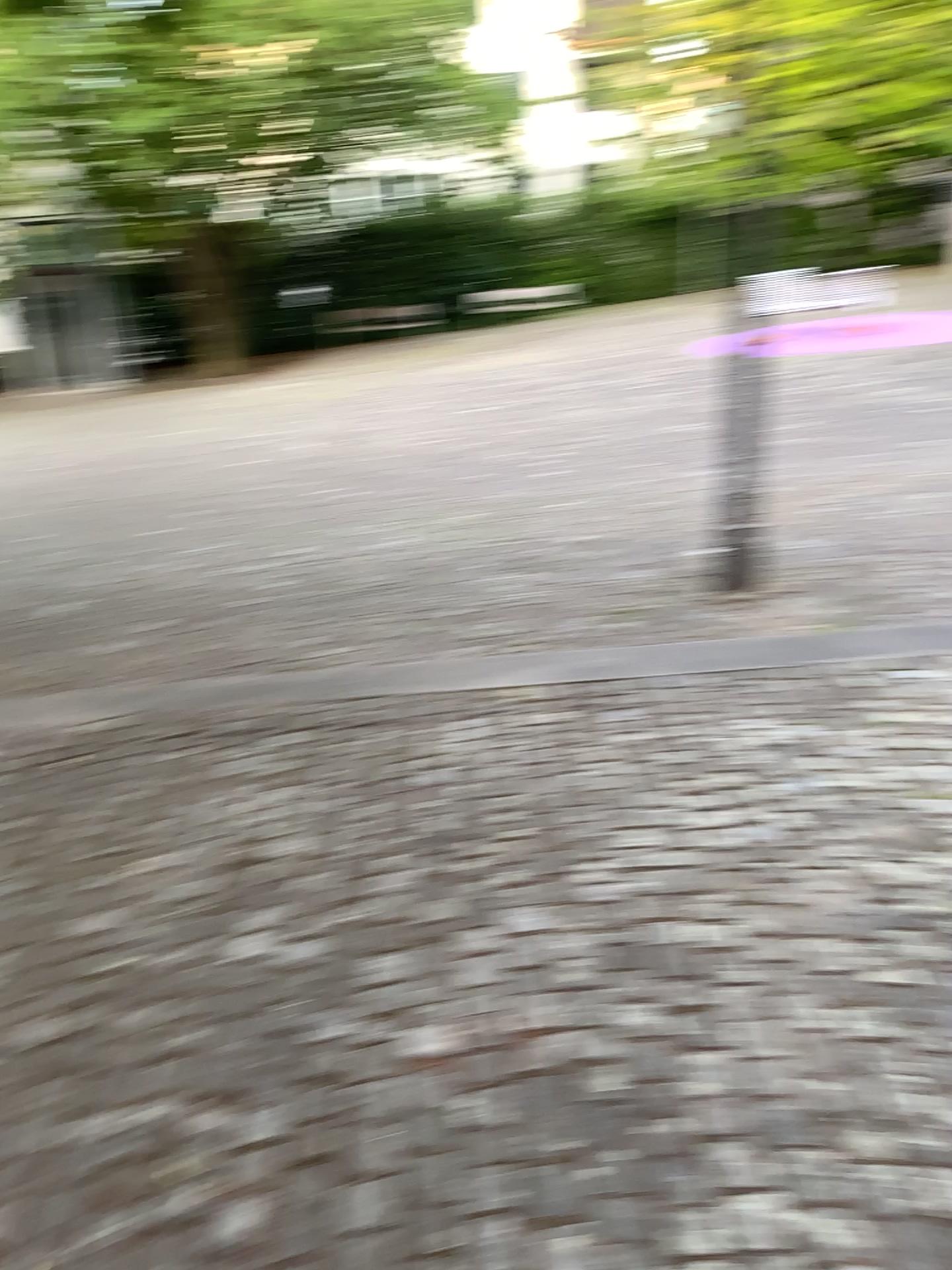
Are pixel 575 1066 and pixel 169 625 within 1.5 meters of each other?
no
